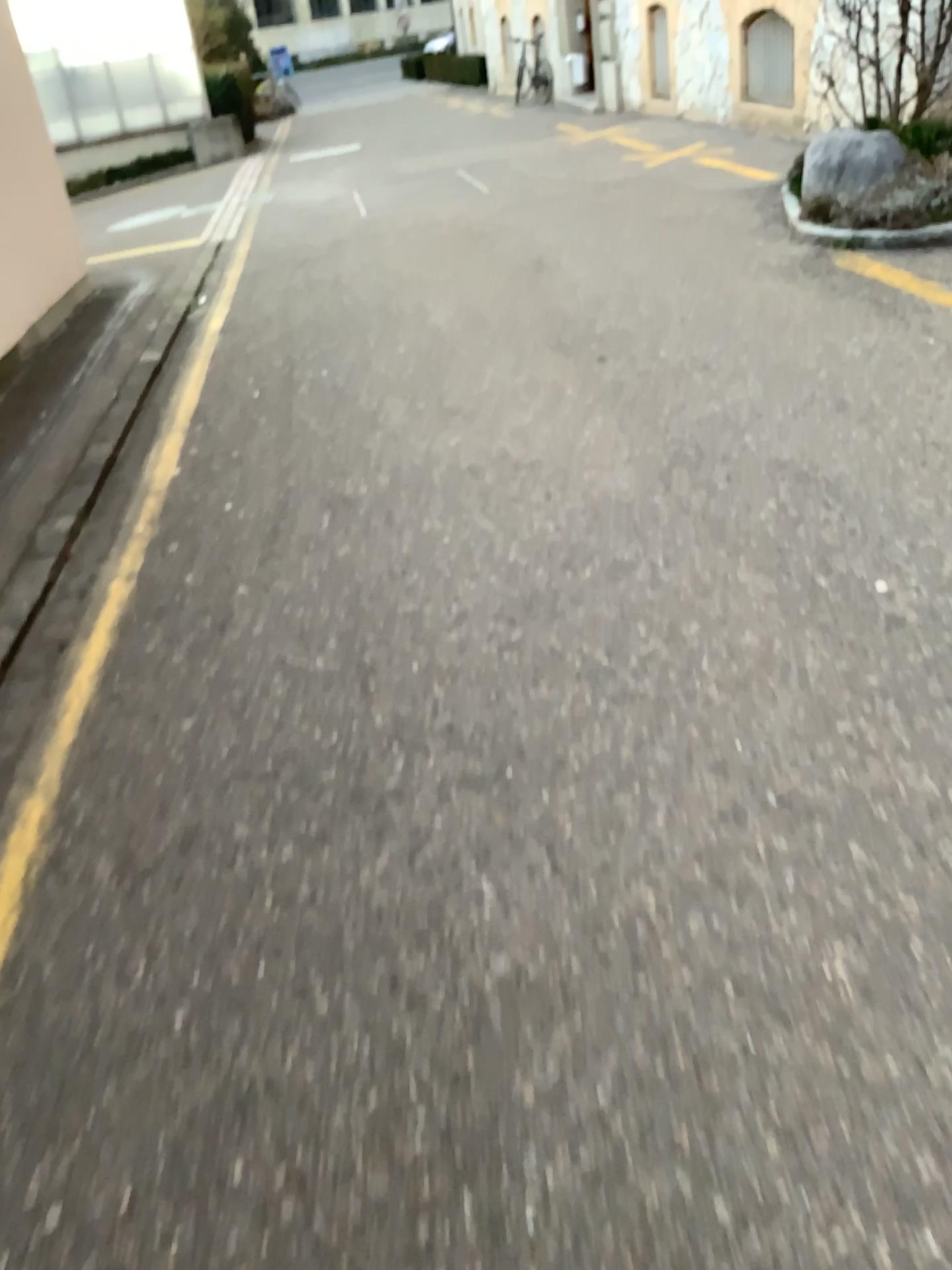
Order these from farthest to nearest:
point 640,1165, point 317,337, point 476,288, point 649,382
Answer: point 476,288
point 317,337
point 649,382
point 640,1165
